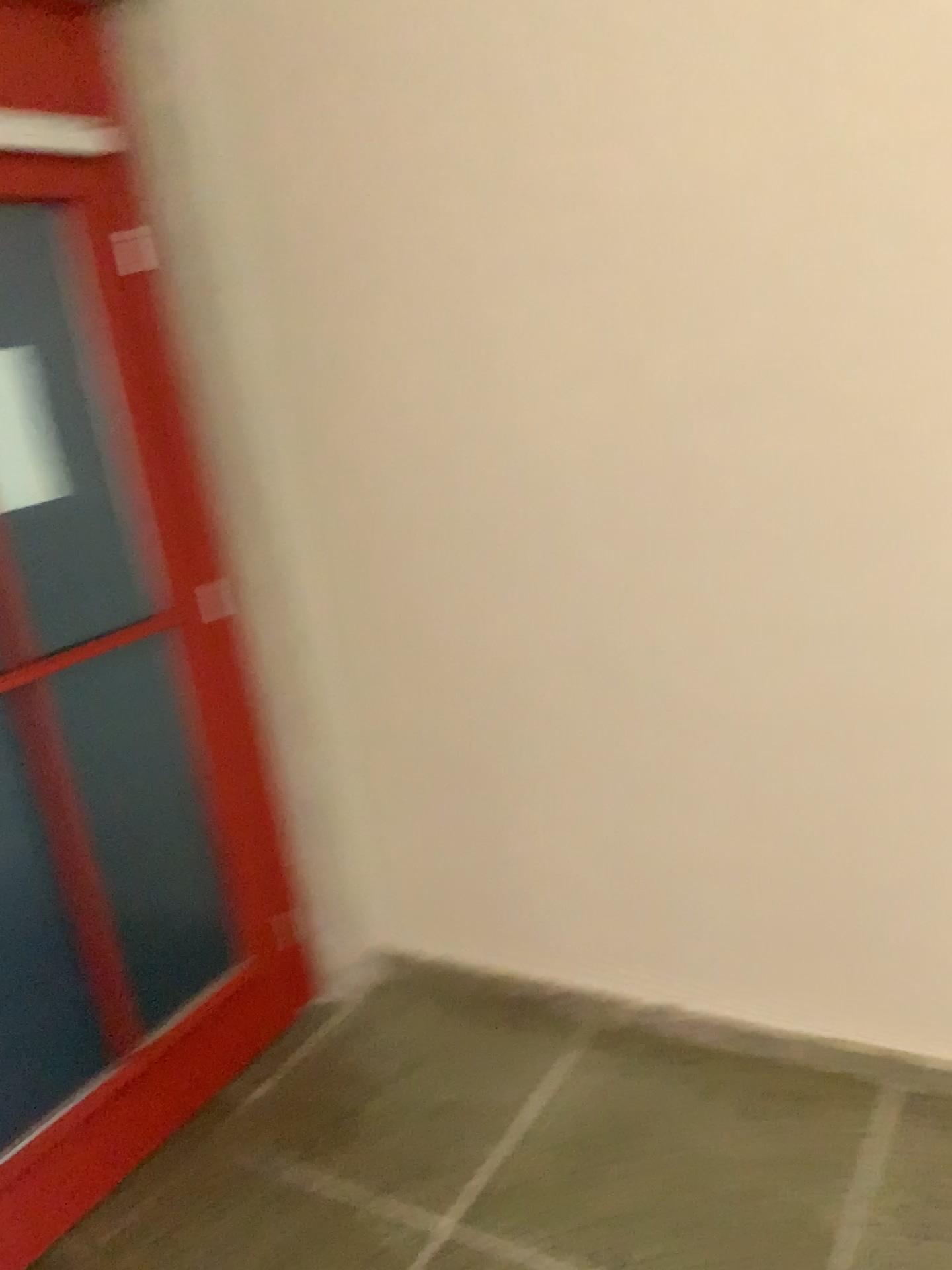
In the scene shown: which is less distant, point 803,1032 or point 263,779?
point 803,1032
